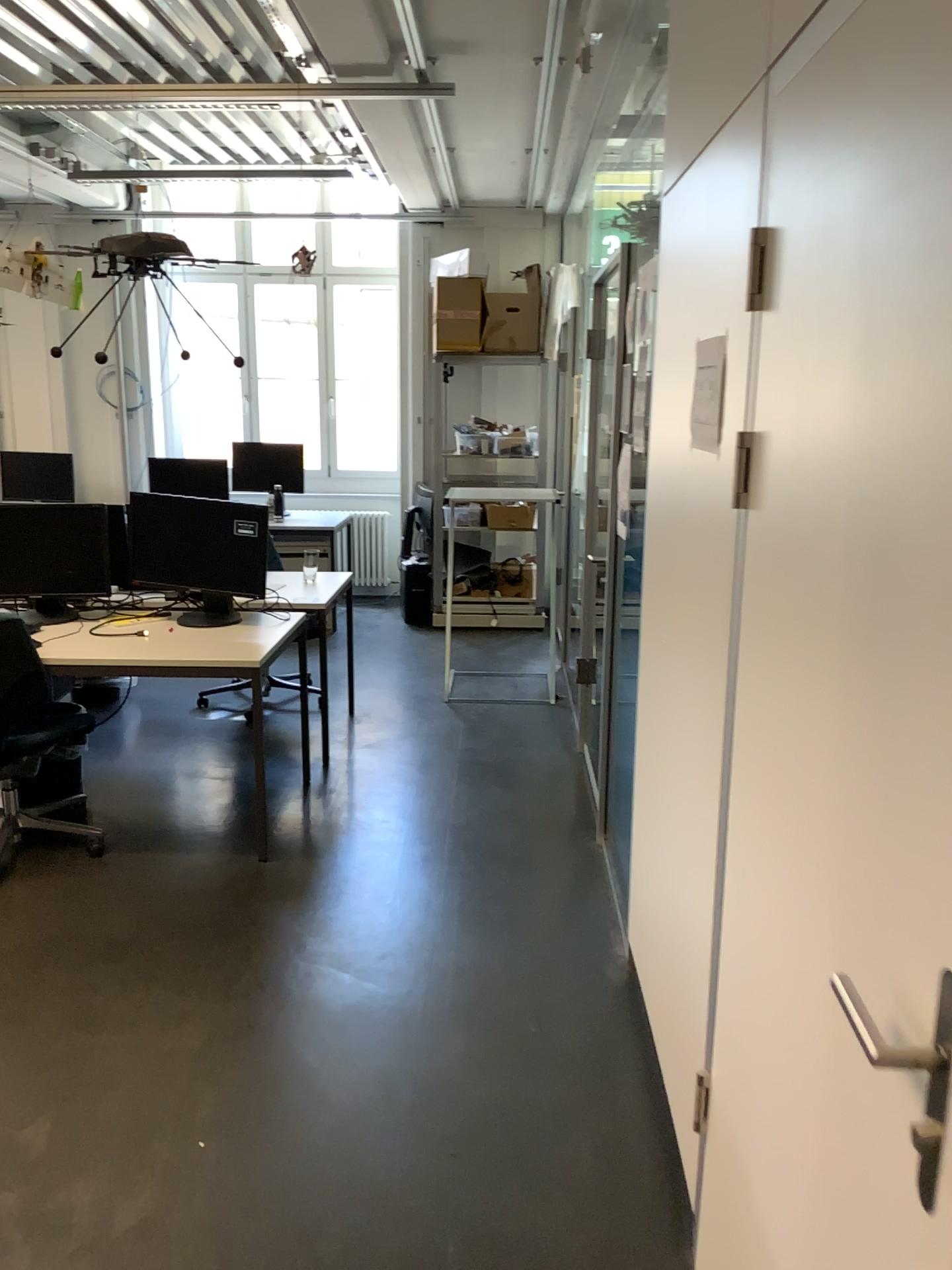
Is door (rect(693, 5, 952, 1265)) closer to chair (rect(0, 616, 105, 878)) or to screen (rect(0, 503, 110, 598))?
chair (rect(0, 616, 105, 878))

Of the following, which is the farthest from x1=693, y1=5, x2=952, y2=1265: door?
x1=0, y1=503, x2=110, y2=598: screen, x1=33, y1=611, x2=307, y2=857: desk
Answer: x1=0, y1=503, x2=110, y2=598: screen

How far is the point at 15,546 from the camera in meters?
4.0

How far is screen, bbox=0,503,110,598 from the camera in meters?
4.0

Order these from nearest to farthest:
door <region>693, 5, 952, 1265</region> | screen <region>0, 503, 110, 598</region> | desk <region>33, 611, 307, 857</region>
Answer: door <region>693, 5, 952, 1265</region> → desk <region>33, 611, 307, 857</region> → screen <region>0, 503, 110, 598</region>

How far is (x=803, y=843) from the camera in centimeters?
133cm

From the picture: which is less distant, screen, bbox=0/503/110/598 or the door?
the door

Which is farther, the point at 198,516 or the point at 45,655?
the point at 198,516

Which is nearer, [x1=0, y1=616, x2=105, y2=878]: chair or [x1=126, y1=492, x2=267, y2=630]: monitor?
[x1=0, y1=616, x2=105, y2=878]: chair

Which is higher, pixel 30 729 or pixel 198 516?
pixel 198 516
